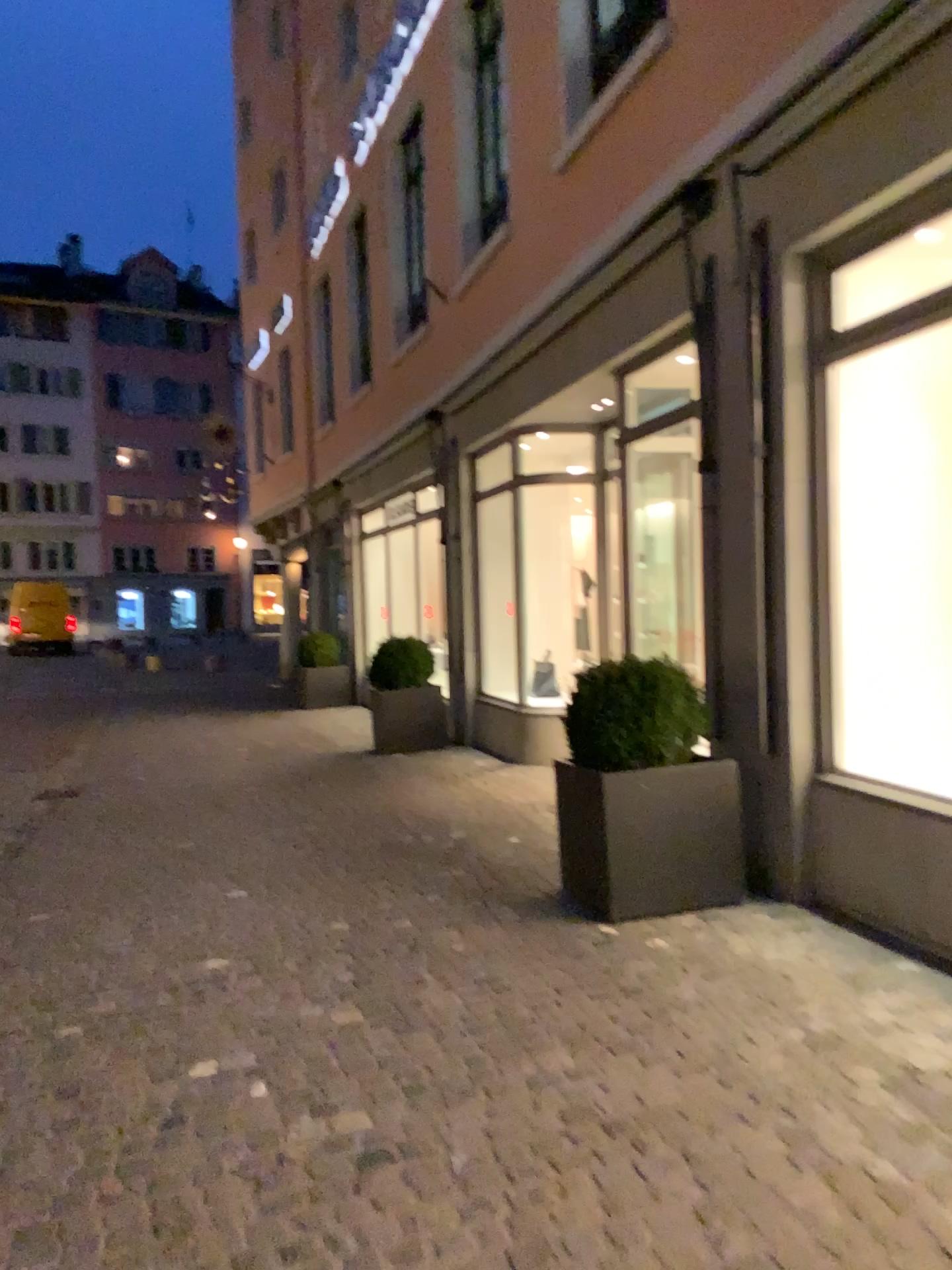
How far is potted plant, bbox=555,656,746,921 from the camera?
4.2m

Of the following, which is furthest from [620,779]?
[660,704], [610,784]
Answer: [660,704]

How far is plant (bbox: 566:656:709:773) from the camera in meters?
4.2

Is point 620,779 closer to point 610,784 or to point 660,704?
point 610,784

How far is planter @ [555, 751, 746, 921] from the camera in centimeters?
415cm

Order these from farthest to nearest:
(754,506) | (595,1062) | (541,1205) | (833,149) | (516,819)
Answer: (516,819), (754,506), (833,149), (595,1062), (541,1205)

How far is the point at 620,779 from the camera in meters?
4.2 m
